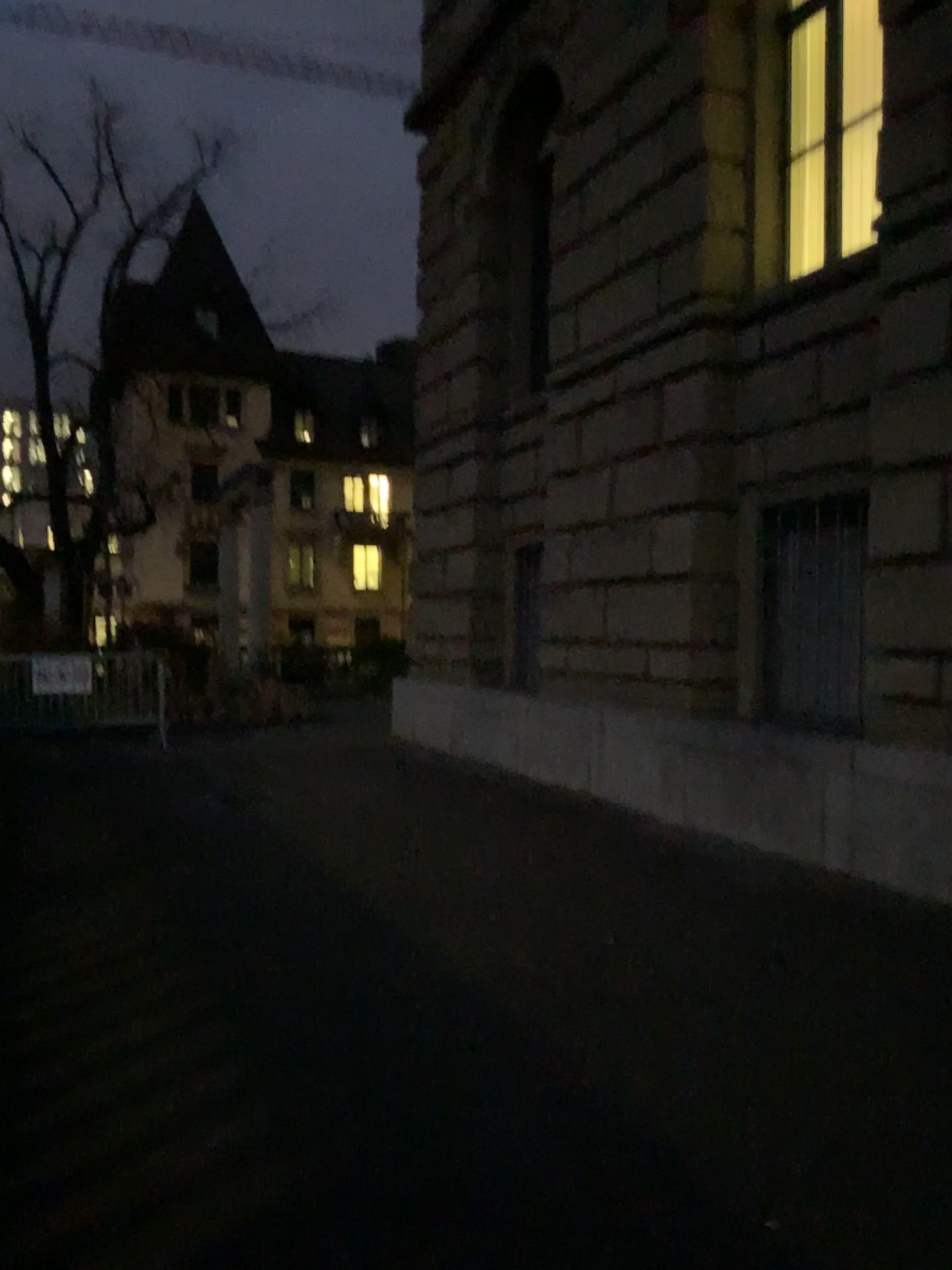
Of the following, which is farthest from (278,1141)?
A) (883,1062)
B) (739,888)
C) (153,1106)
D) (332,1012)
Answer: (739,888)
